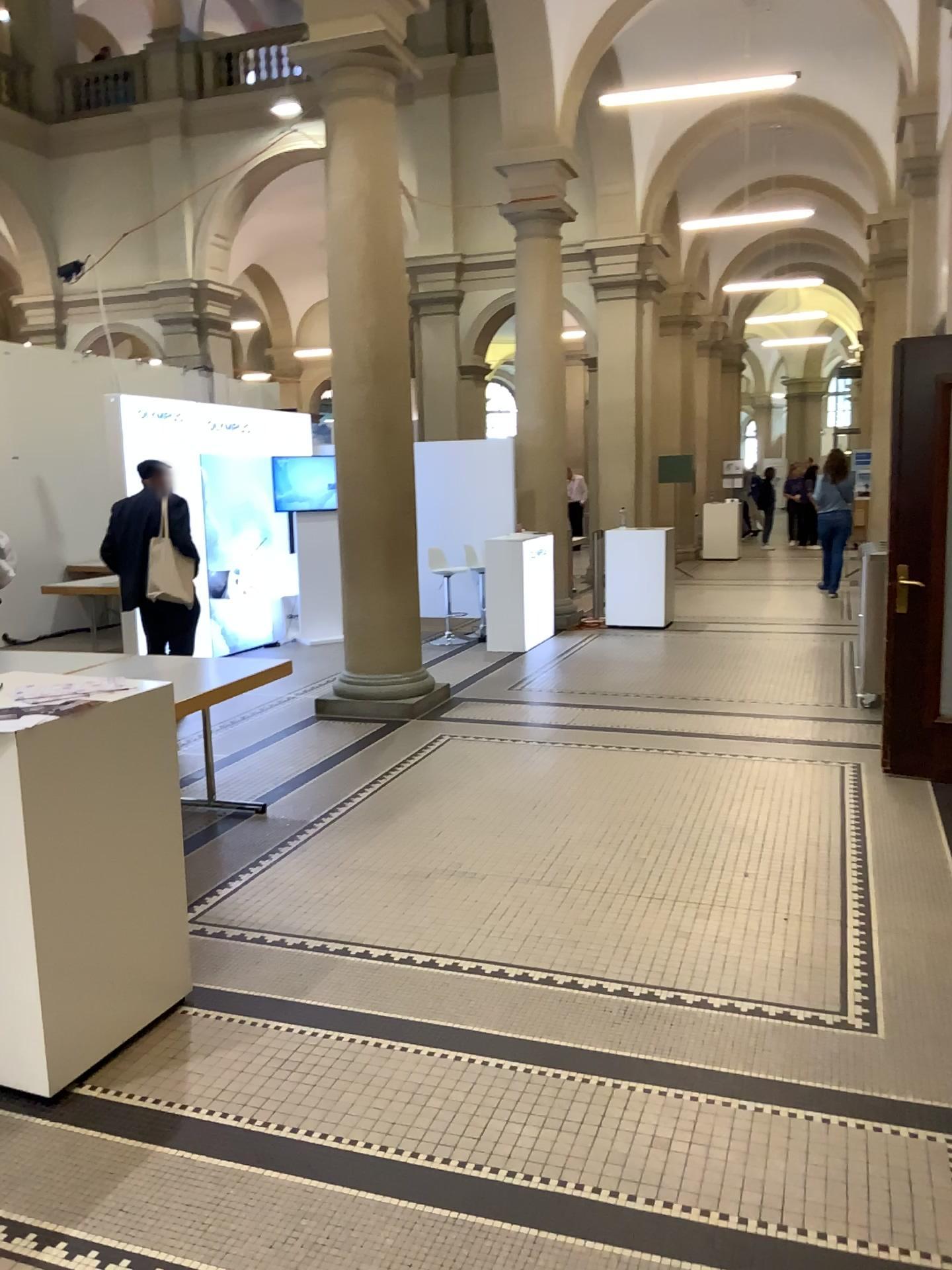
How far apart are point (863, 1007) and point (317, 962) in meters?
1.7 m
